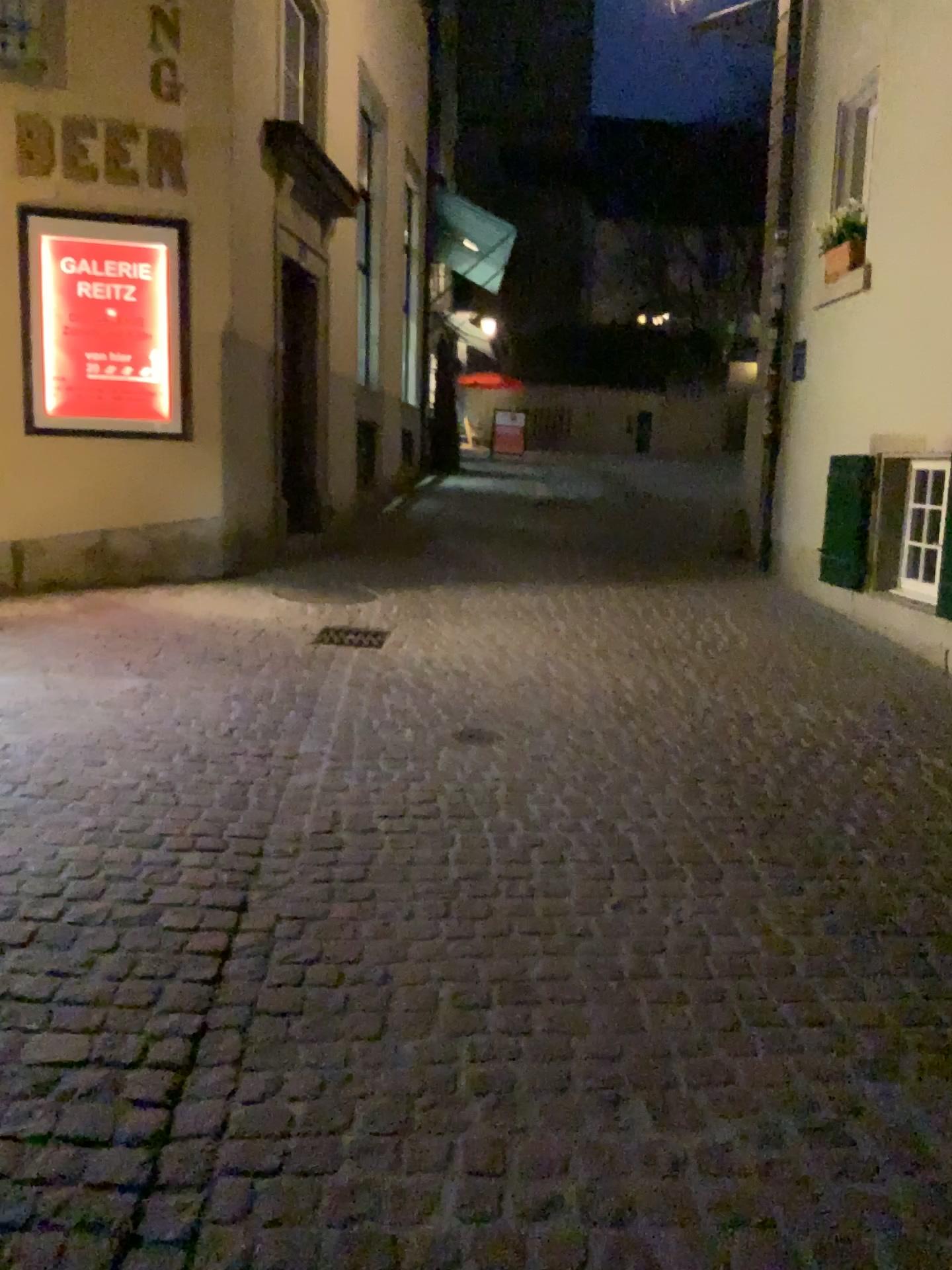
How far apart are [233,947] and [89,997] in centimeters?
35cm
